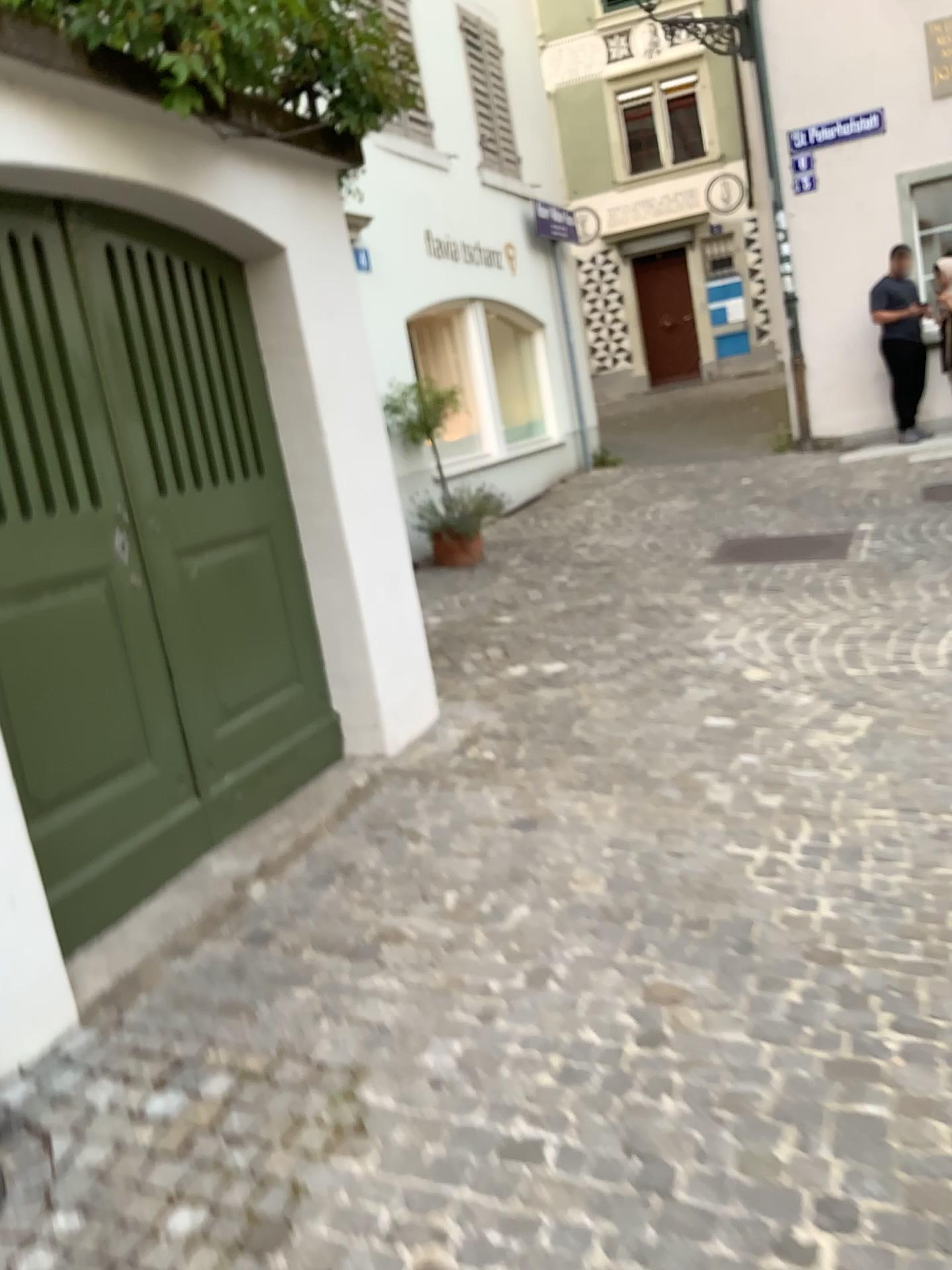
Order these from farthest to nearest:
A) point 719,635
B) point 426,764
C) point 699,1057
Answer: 1. point 719,635
2. point 426,764
3. point 699,1057
